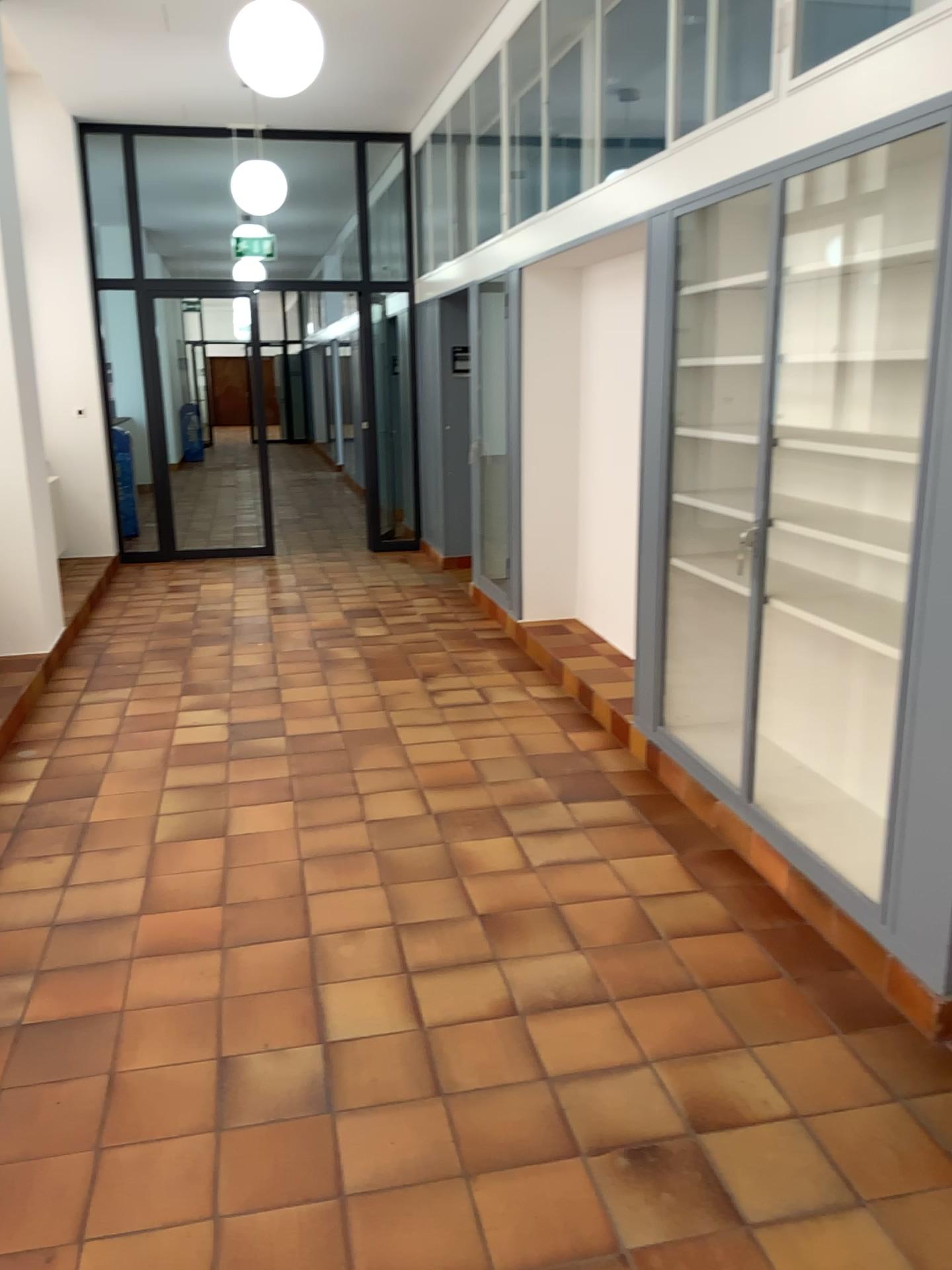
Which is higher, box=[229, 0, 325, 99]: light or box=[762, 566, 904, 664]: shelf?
box=[229, 0, 325, 99]: light

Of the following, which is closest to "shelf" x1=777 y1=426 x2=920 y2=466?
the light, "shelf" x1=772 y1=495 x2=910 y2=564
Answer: "shelf" x1=772 y1=495 x2=910 y2=564

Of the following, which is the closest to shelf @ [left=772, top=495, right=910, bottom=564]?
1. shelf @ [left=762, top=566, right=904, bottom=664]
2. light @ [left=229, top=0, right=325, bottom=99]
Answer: shelf @ [left=762, top=566, right=904, bottom=664]

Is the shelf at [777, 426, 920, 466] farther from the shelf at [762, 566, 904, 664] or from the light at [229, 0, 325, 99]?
the light at [229, 0, 325, 99]

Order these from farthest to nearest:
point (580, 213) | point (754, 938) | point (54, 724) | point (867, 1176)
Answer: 1. point (54, 724)
2. point (580, 213)
3. point (754, 938)
4. point (867, 1176)

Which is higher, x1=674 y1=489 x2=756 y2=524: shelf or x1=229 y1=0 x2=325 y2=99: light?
x1=229 y1=0 x2=325 y2=99: light

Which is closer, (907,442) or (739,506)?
(907,442)

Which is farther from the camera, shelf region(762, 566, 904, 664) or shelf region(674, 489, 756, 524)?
shelf region(674, 489, 756, 524)

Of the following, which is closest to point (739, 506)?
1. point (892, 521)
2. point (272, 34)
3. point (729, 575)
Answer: point (729, 575)

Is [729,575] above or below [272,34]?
below
